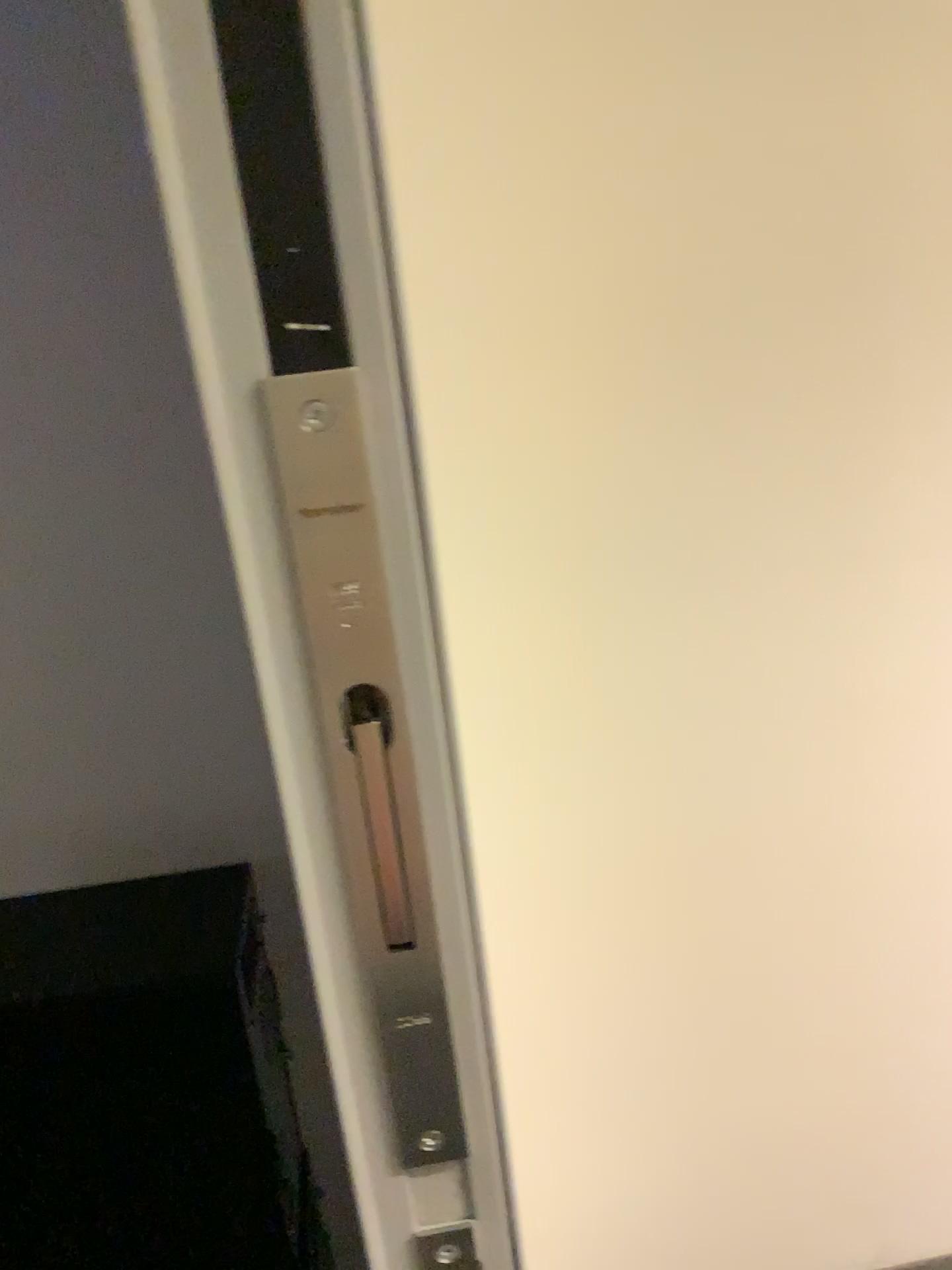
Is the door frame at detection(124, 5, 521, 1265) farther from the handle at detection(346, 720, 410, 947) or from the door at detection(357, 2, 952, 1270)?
the door at detection(357, 2, 952, 1270)

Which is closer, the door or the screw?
the screw

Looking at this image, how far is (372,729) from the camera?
0.4m

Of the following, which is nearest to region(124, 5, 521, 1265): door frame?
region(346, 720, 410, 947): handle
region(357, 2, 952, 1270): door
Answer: region(346, 720, 410, 947): handle

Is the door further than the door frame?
Yes

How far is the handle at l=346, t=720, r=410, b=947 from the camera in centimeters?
38cm

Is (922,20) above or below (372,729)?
above

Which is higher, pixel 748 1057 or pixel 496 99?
pixel 496 99

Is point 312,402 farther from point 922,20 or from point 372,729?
point 922,20
